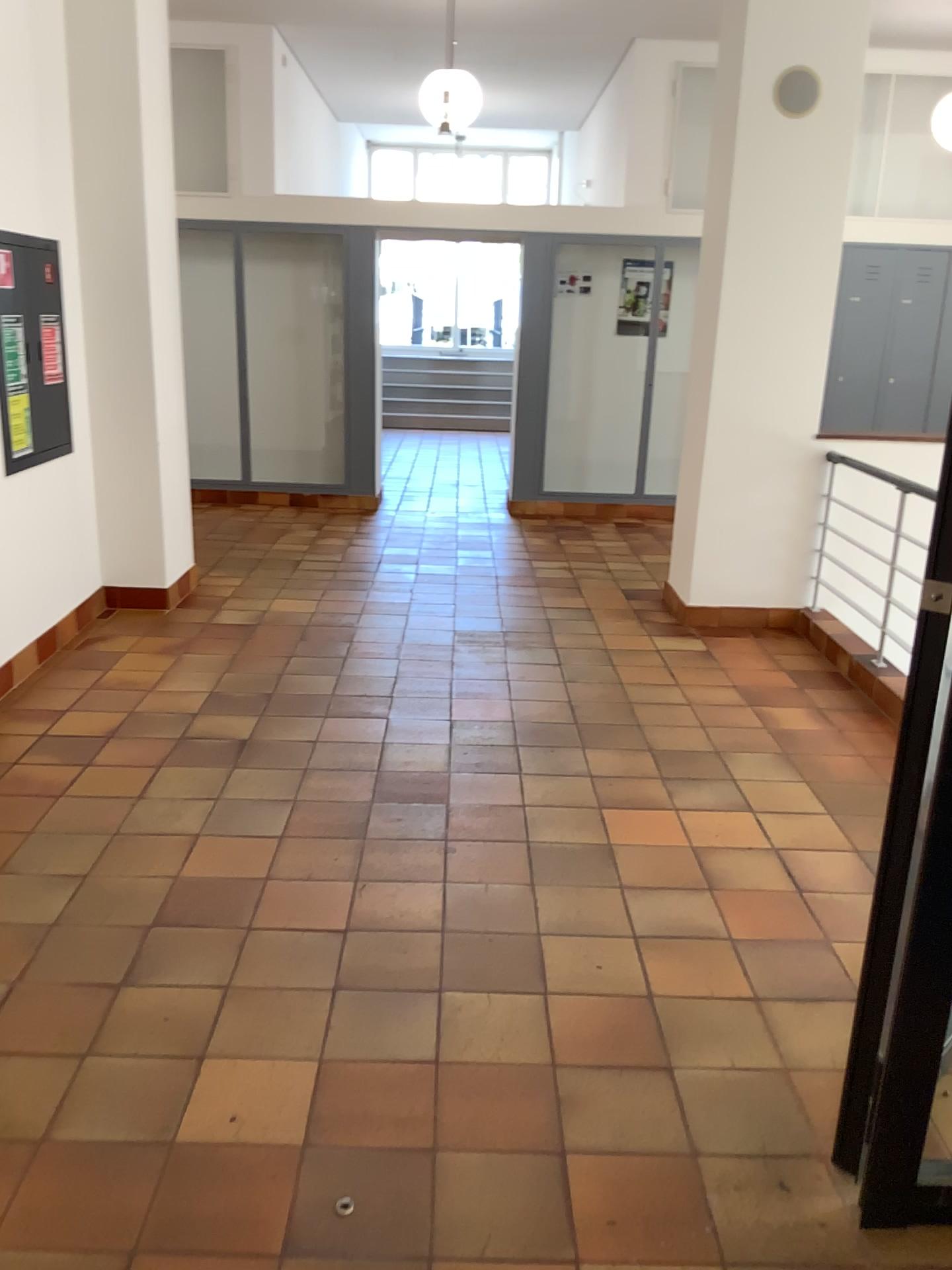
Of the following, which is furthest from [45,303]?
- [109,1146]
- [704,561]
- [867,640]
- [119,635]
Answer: [867,640]

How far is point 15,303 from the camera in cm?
438

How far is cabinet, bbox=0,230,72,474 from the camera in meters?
4.4
